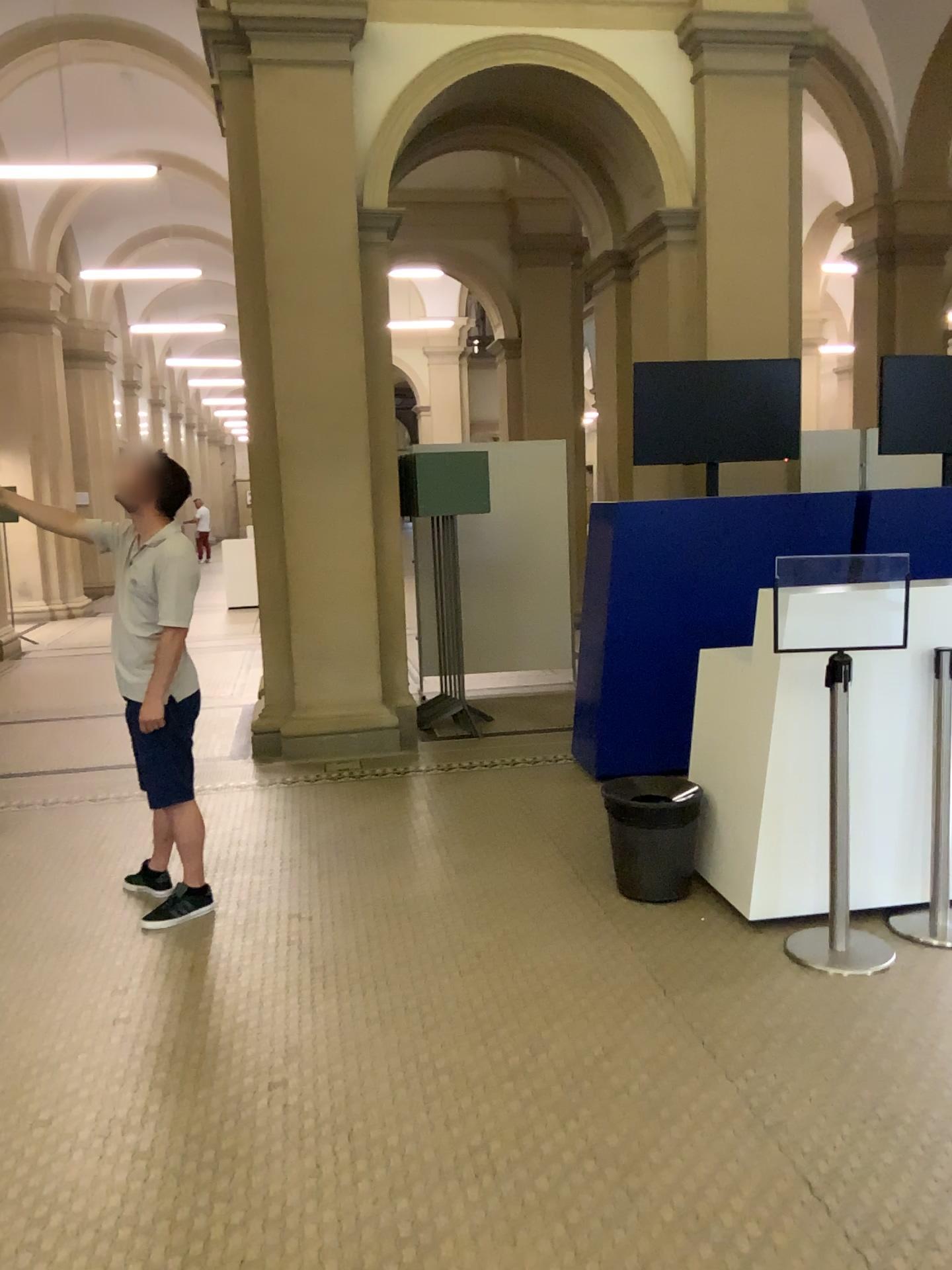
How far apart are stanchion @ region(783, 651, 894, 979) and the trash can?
0.5 meters

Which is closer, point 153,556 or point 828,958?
point 828,958

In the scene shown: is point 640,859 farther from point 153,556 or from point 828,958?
point 153,556

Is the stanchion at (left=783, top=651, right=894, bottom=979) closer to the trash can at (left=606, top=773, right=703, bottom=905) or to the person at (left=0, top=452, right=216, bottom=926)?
the trash can at (left=606, top=773, right=703, bottom=905)

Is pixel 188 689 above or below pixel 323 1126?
above

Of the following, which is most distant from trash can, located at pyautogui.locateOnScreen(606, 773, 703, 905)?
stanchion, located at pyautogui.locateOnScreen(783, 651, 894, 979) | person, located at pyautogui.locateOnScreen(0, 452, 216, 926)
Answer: person, located at pyautogui.locateOnScreen(0, 452, 216, 926)

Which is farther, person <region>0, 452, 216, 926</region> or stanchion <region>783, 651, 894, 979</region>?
person <region>0, 452, 216, 926</region>

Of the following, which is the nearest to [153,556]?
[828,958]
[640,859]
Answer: [640,859]

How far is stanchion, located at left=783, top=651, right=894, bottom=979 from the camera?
3.37m
